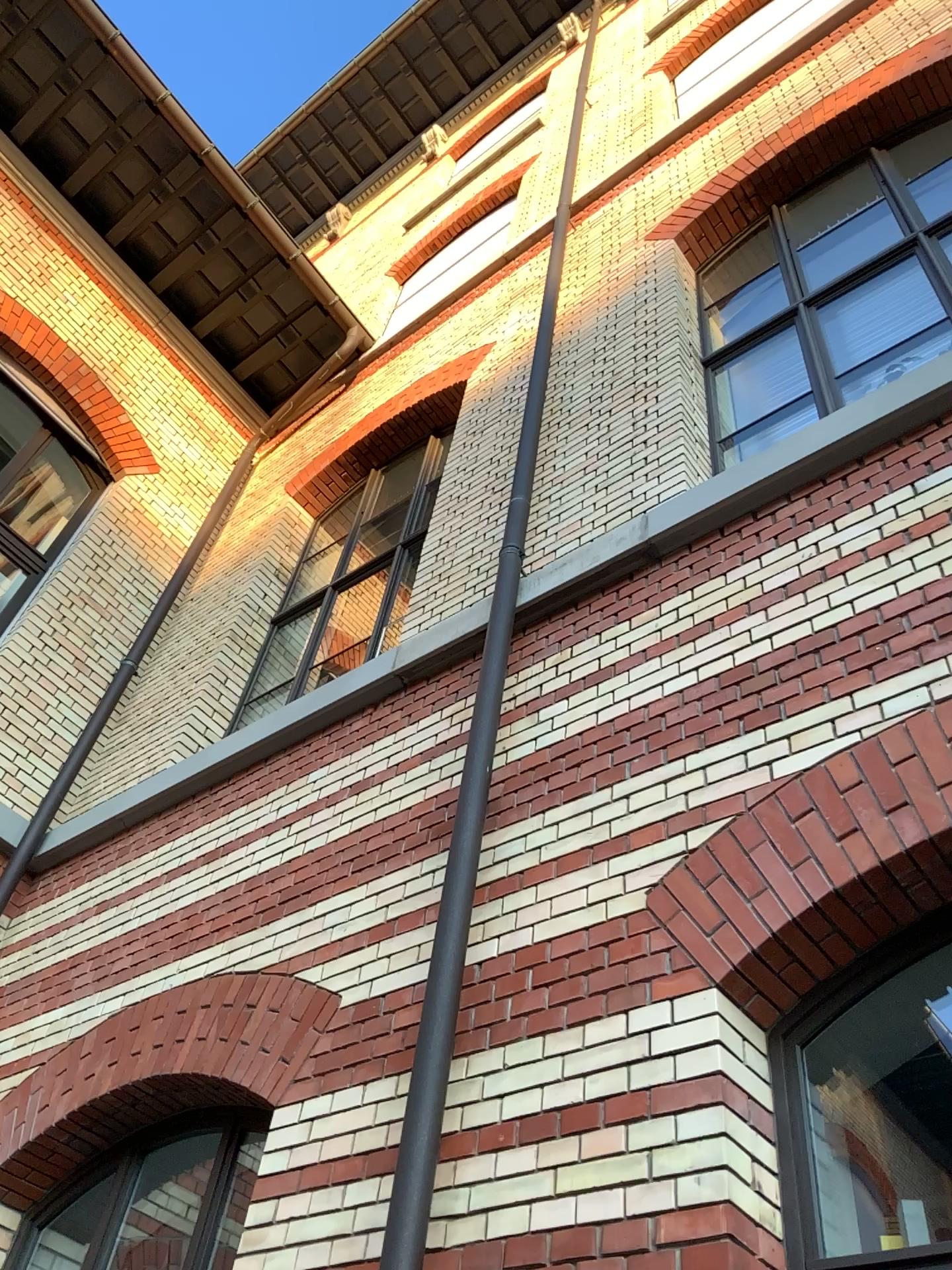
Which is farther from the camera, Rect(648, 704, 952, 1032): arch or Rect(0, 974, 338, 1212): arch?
Rect(0, 974, 338, 1212): arch

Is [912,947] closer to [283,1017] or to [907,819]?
[907,819]

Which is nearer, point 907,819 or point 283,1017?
point 907,819

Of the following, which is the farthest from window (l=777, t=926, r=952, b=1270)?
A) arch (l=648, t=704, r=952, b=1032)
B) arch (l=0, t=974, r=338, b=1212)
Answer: arch (l=0, t=974, r=338, b=1212)

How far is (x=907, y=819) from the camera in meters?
2.5

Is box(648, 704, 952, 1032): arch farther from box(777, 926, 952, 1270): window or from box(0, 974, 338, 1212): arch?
box(0, 974, 338, 1212): arch

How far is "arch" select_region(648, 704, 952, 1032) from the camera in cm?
254

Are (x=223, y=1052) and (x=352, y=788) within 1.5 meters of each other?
yes
